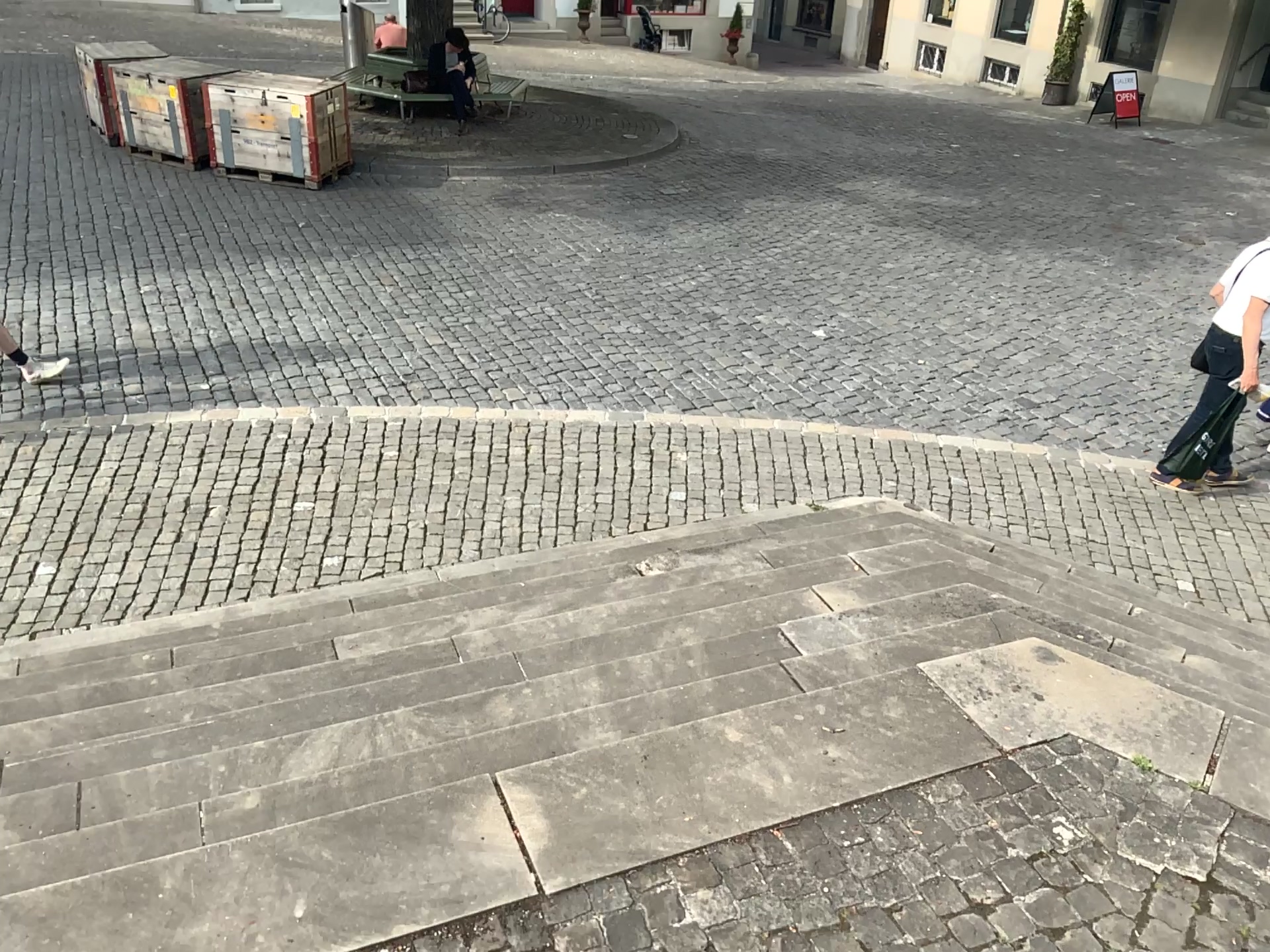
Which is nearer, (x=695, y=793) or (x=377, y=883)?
(x=377, y=883)
